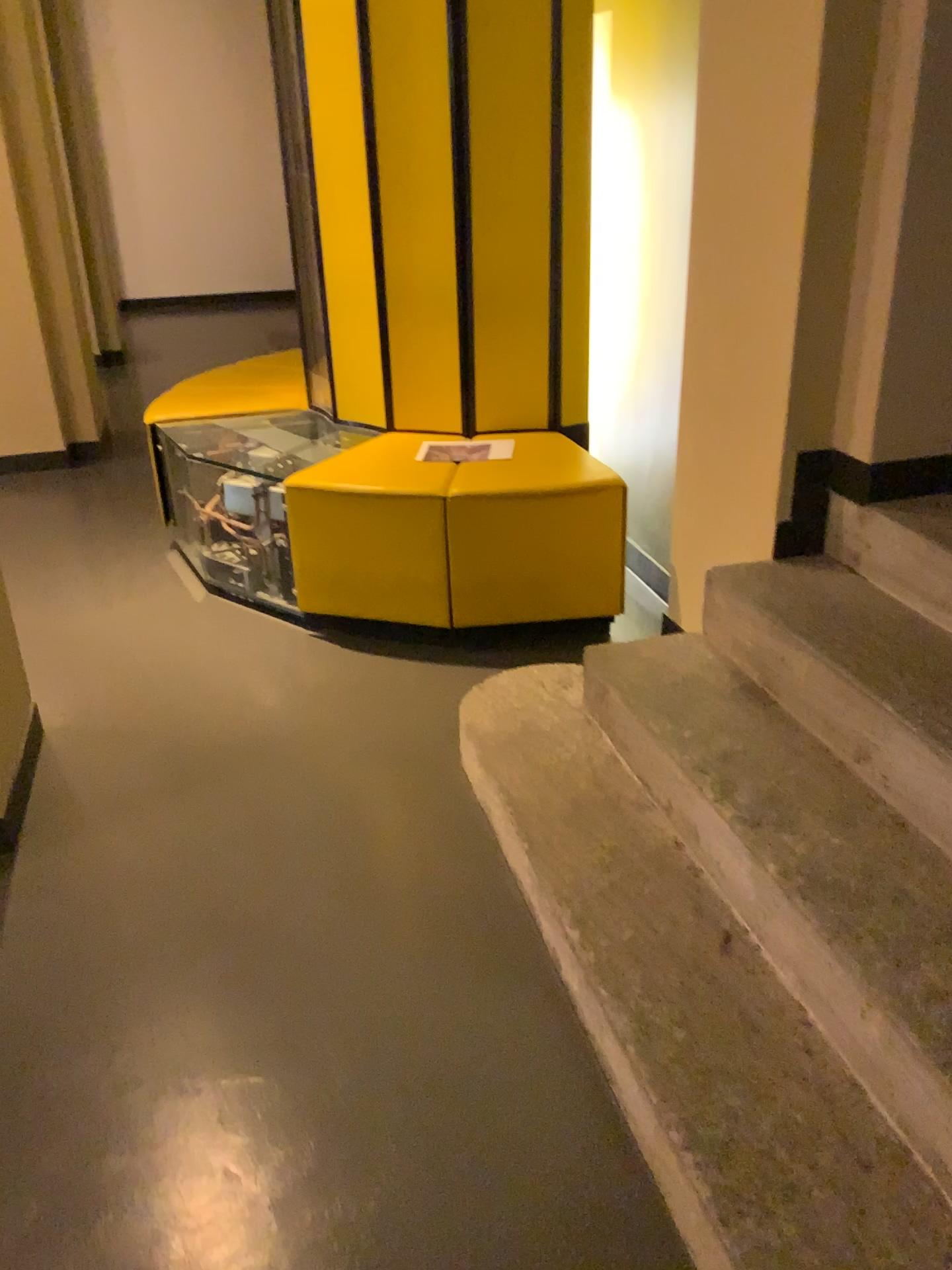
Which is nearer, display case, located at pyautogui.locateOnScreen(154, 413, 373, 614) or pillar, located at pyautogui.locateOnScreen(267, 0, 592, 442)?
pillar, located at pyautogui.locateOnScreen(267, 0, 592, 442)

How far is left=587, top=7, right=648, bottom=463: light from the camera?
3.1 meters

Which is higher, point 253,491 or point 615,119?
point 615,119

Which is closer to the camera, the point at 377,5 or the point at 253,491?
the point at 377,5

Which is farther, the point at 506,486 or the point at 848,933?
the point at 506,486

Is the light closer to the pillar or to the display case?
the pillar

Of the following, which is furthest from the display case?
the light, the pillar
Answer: the light

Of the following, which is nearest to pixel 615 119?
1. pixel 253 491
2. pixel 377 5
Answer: pixel 377 5

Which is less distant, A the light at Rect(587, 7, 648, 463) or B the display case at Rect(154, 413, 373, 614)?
A the light at Rect(587, 7, 648, 463)
